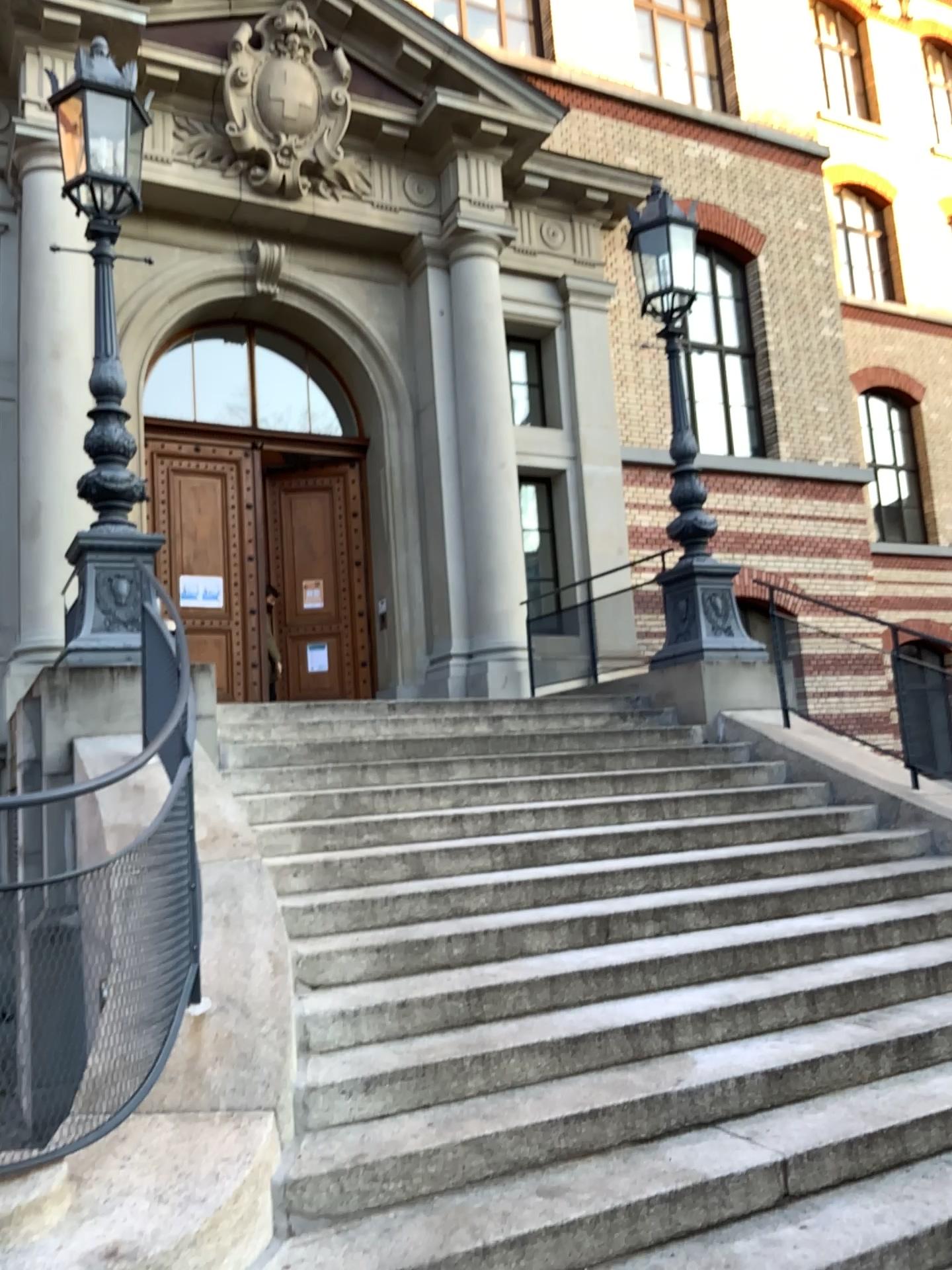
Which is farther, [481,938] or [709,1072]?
[481,938]
